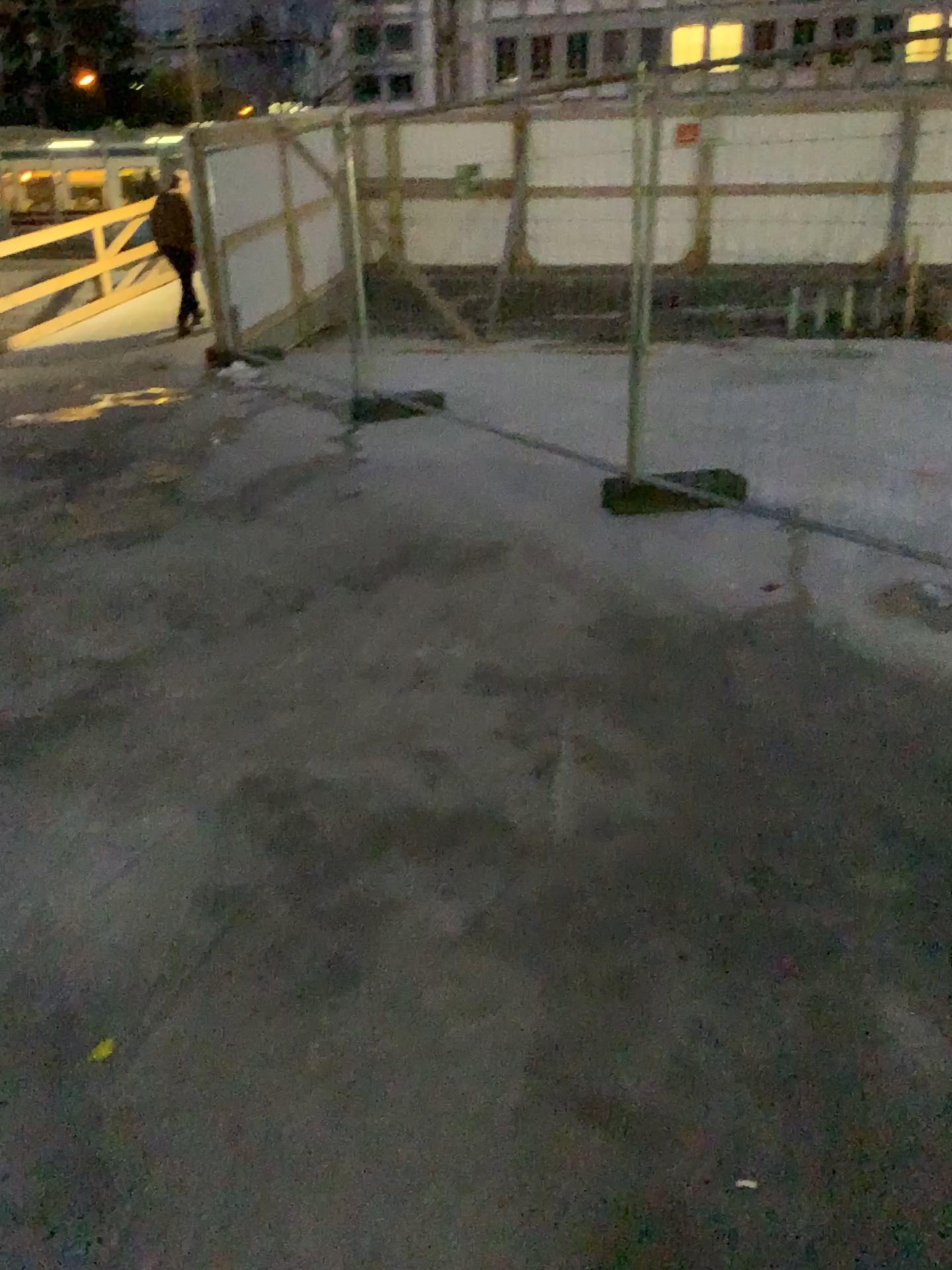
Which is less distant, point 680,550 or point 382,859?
point 382,859
